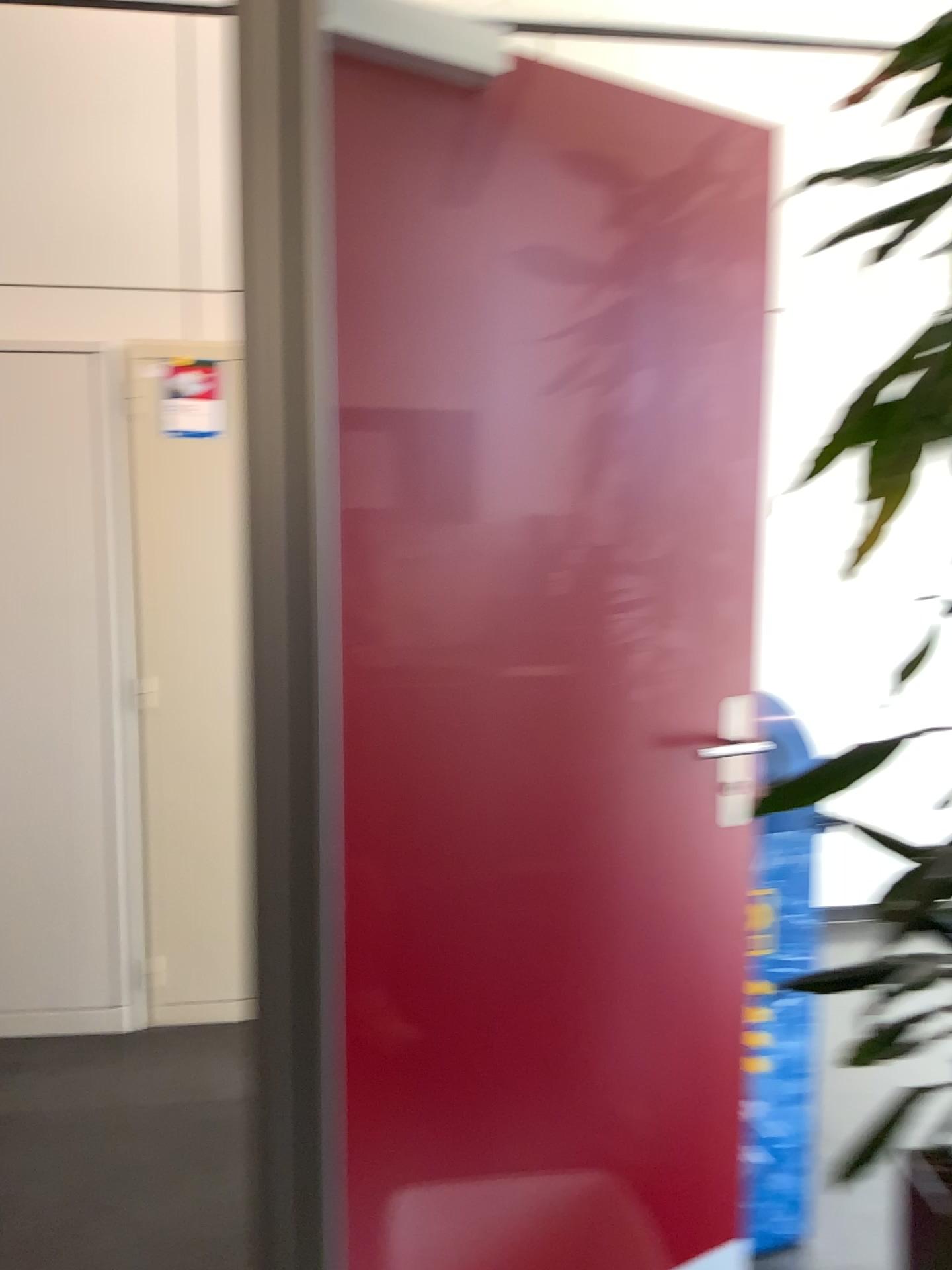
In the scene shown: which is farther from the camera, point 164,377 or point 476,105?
point 164,377

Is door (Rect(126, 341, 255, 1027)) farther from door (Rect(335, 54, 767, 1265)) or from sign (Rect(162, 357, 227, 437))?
door (Rect(335, 54, 767, 1265))

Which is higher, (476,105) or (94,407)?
(476,105)

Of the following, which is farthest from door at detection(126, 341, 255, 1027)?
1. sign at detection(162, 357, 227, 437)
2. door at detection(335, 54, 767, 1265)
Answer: door at detection(335, 54, 767, 1265)

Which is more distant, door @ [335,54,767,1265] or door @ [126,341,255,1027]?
door @ [126,341,255,1027]

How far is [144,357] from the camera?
2.9 meters

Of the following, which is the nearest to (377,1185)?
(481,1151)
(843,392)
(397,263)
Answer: (481,1151)

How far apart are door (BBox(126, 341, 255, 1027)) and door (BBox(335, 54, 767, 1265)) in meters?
1.4

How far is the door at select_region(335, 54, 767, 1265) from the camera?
1.5m

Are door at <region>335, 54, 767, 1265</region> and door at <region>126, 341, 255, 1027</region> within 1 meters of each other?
no
